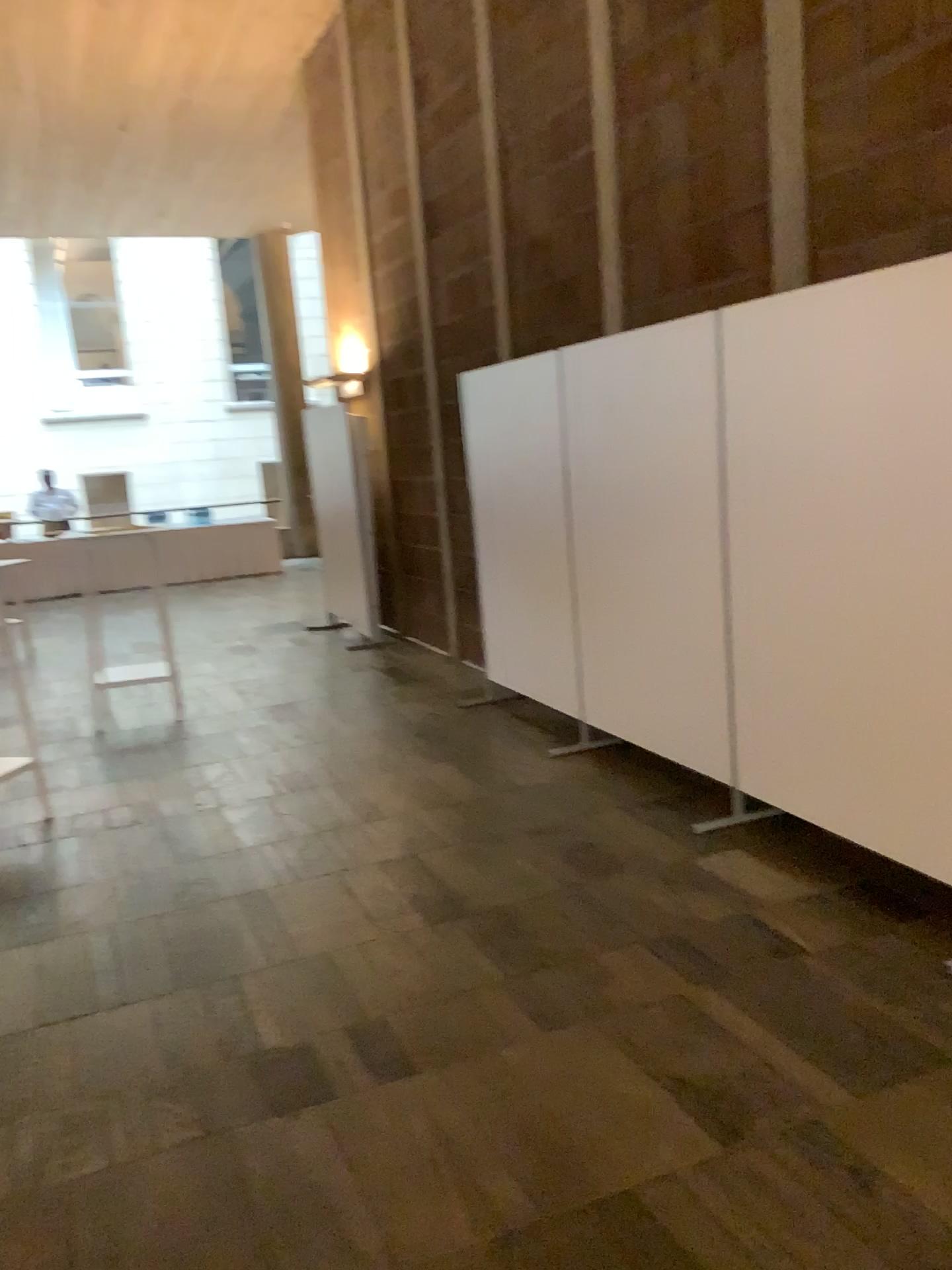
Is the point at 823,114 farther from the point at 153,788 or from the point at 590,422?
the point at 153,788
